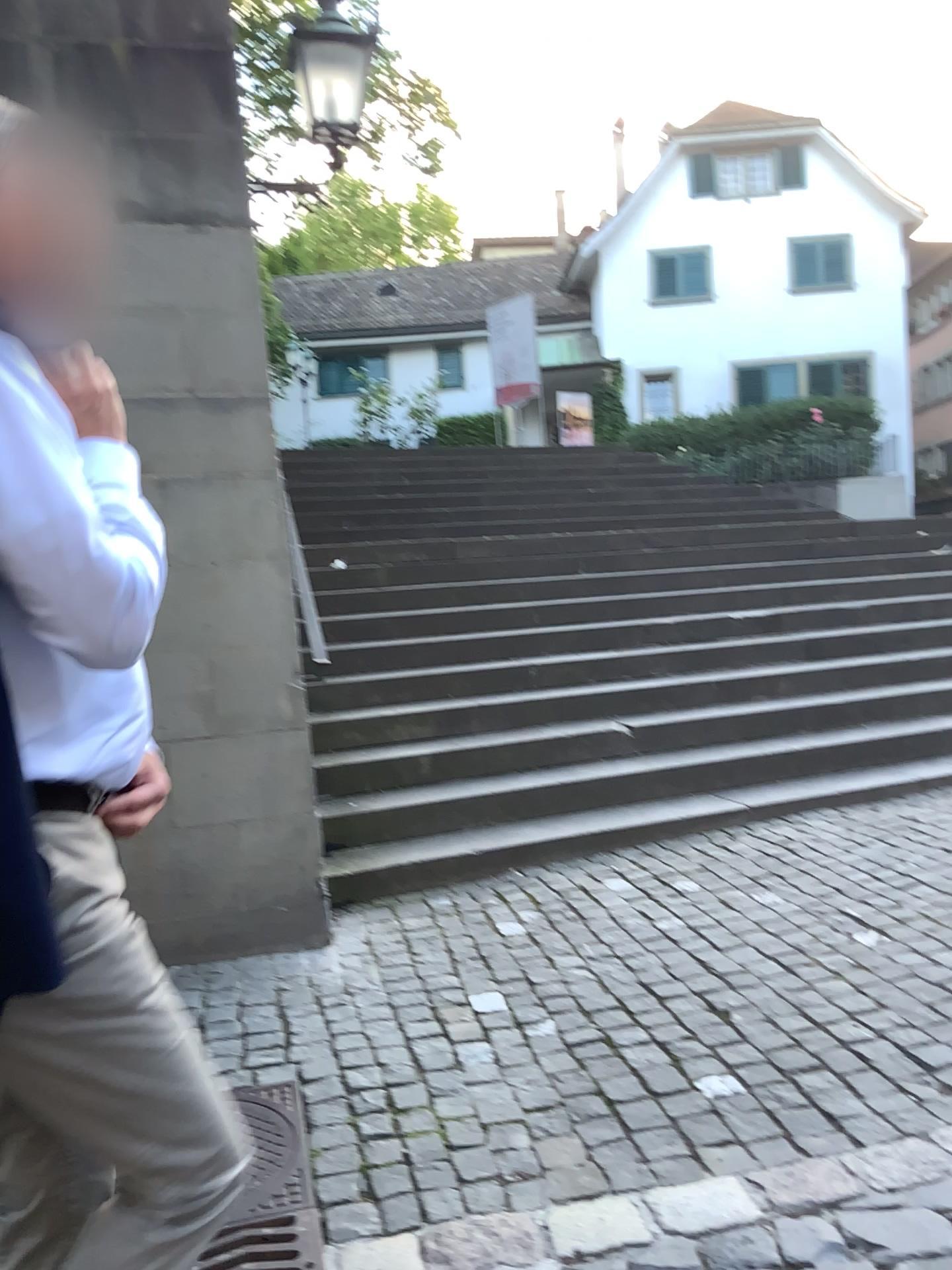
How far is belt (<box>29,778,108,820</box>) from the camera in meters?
1.2 m

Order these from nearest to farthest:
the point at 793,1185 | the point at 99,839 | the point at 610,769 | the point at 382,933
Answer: the point at 99,839 → the point at 793,1185 → the point at 382,933 → the point at 610,769

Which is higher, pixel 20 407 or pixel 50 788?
pixel 20 407

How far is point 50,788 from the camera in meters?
1.2

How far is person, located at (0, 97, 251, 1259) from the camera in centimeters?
106cm

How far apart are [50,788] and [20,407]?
0.4 meters
